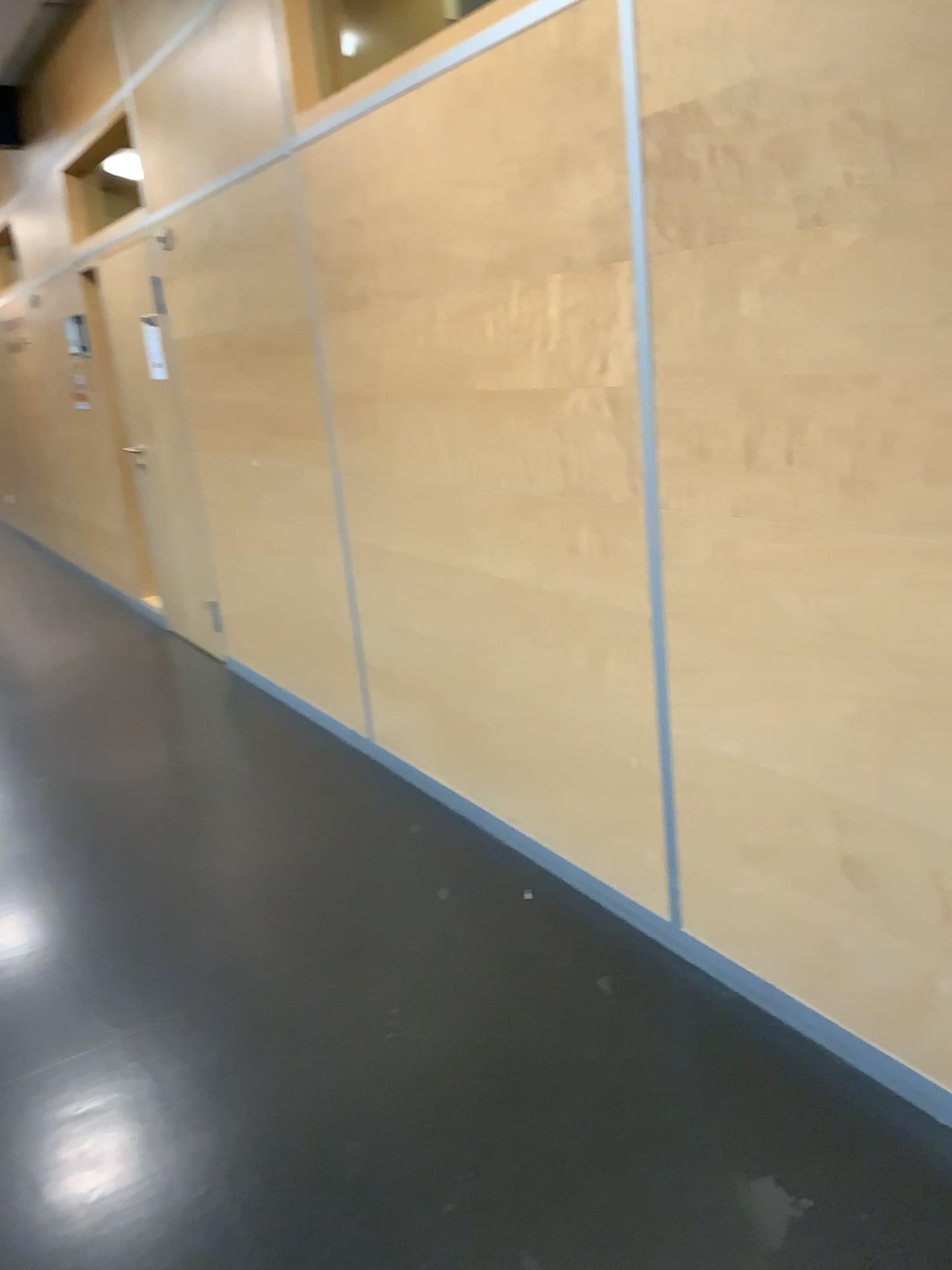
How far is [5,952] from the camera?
2.7m

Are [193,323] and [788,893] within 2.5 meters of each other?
no

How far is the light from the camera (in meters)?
2.74
